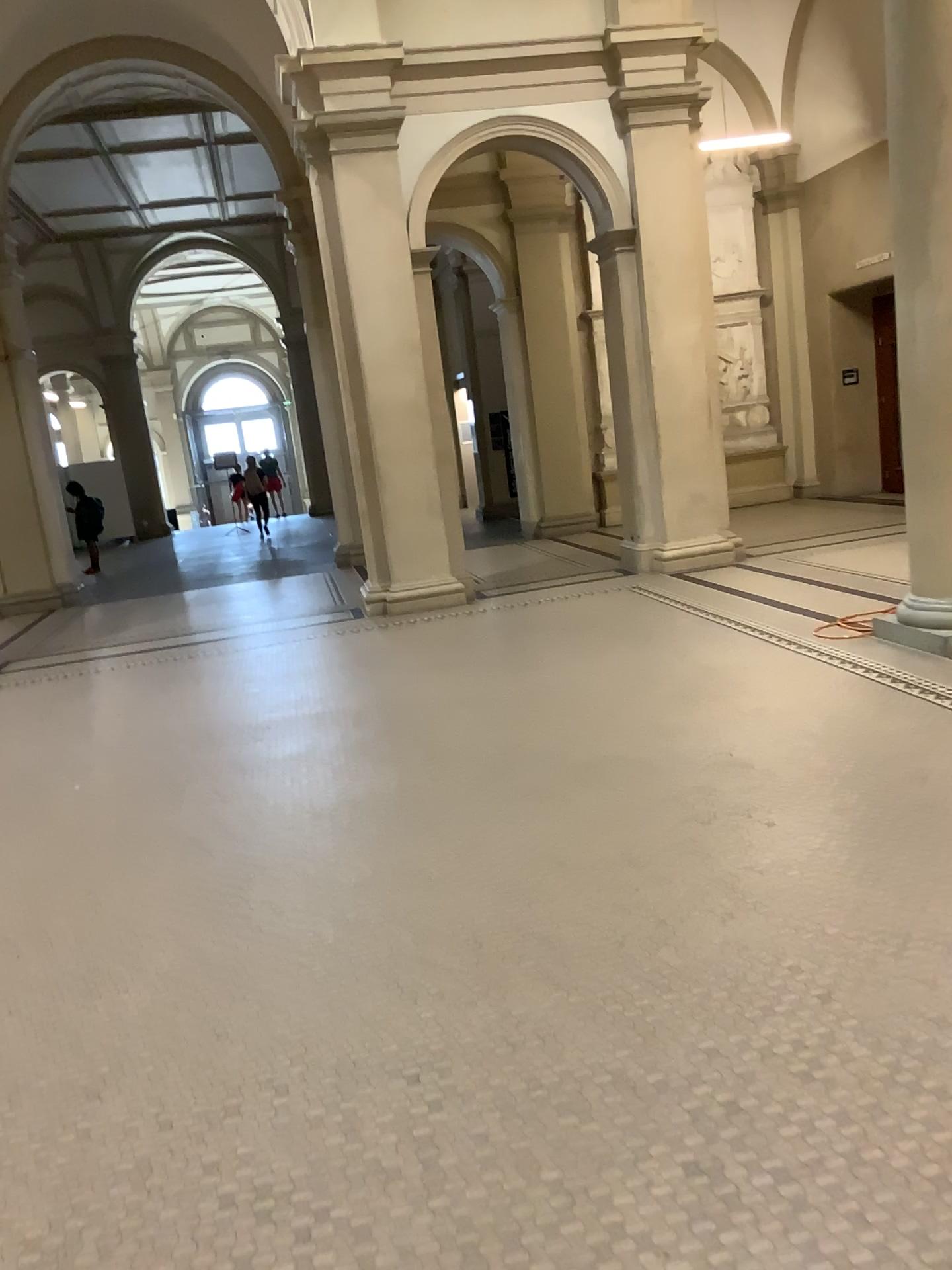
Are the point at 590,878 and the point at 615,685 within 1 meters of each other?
no
